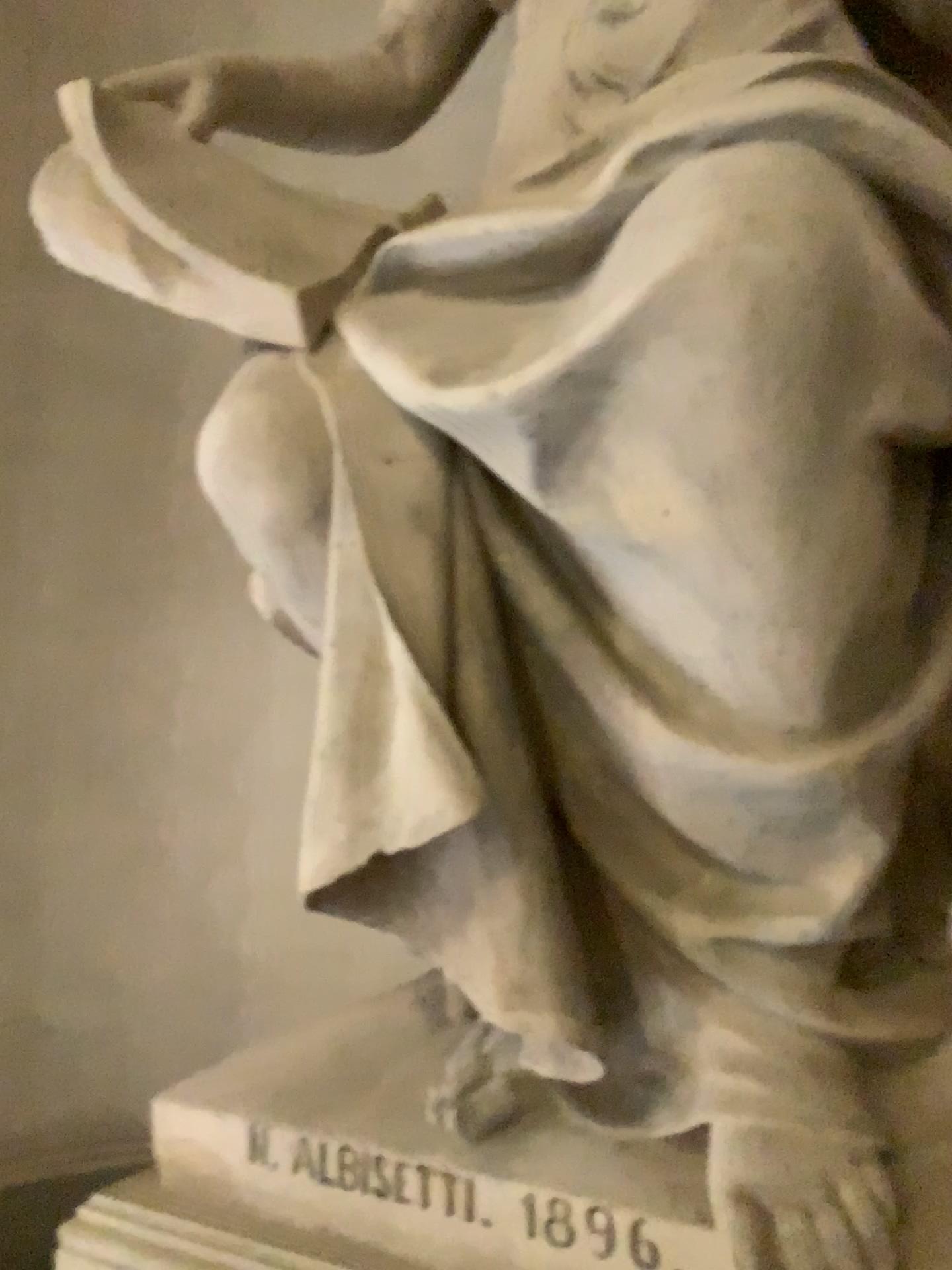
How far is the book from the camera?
1.4m

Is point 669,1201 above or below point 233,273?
below

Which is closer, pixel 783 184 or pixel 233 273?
pixel 783 184

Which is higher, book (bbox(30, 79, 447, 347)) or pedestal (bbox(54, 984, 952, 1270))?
book (bbox(30, 79, 447, 347))

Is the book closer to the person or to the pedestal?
the person

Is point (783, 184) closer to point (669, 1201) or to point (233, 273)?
point (233, 273)

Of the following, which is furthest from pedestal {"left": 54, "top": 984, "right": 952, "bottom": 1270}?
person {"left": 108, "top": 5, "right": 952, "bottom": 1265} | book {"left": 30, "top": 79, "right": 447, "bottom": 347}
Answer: book {"left": 30, "top": 79, "right": 447, "bottom": 347}

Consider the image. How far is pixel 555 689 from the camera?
1.3m

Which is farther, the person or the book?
the book
